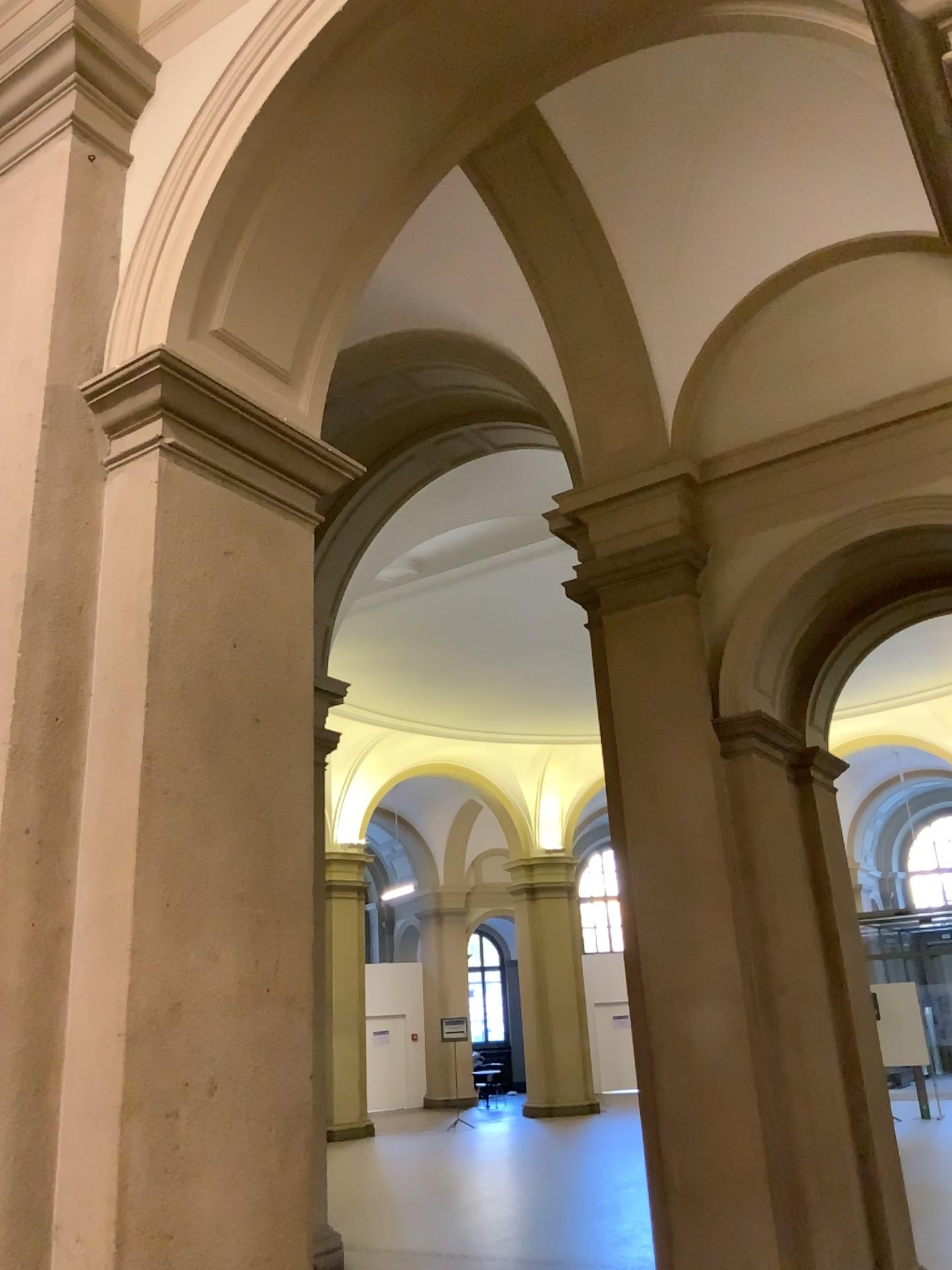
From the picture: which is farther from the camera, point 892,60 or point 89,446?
point 89,446
